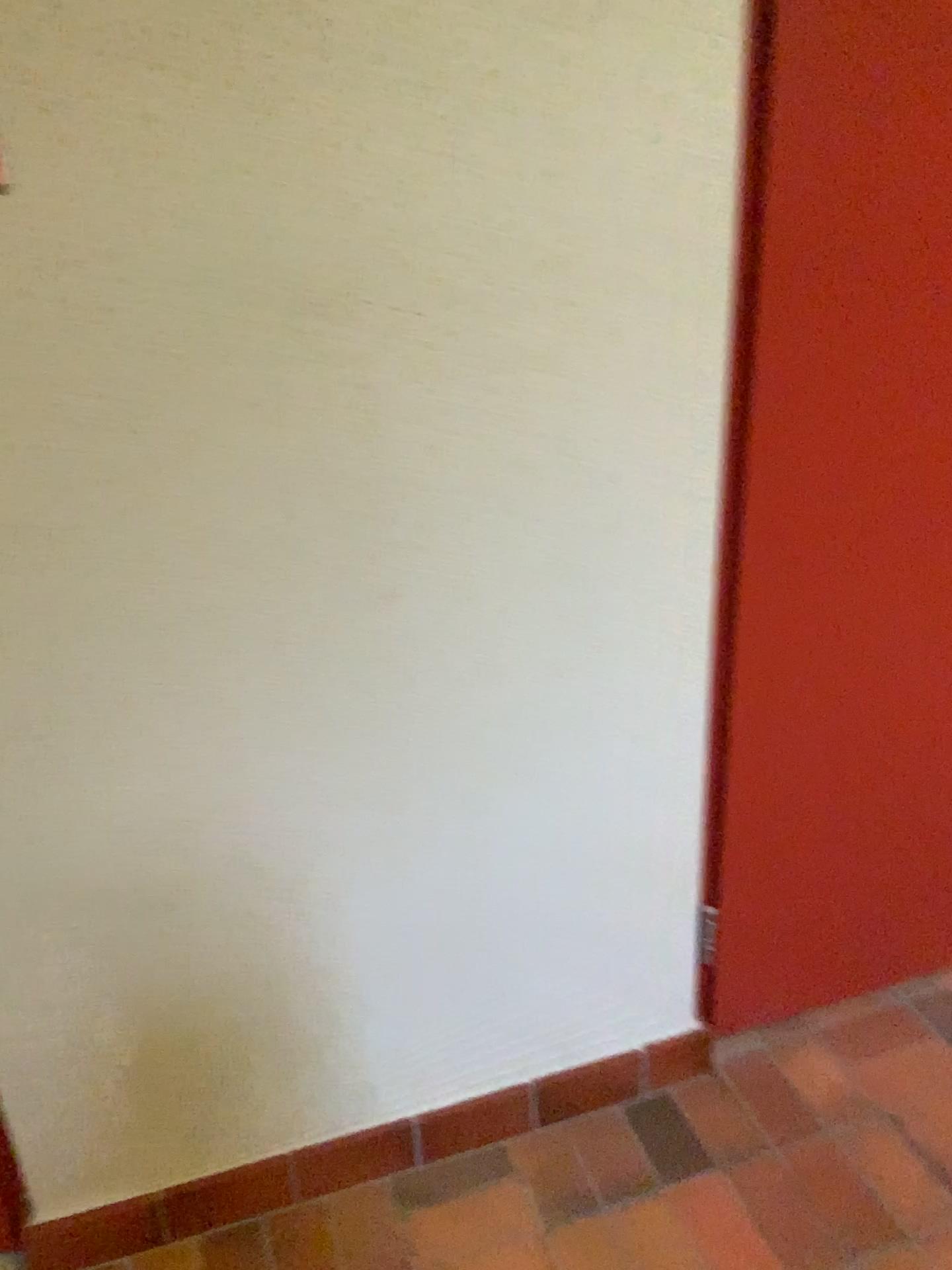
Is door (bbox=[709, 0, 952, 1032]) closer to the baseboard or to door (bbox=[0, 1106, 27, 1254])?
the baseboard

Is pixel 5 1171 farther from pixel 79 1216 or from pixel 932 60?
pixel 932 60

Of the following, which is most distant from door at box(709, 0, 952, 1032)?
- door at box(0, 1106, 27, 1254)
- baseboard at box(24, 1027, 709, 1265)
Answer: door at box(0, 1106, 27, 1254)

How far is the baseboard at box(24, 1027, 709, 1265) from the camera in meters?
1.6 m

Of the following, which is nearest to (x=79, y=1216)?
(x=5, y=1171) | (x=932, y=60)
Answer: (x=5, y=1171)

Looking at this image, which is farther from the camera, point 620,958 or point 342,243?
point 620,958

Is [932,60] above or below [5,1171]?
above
